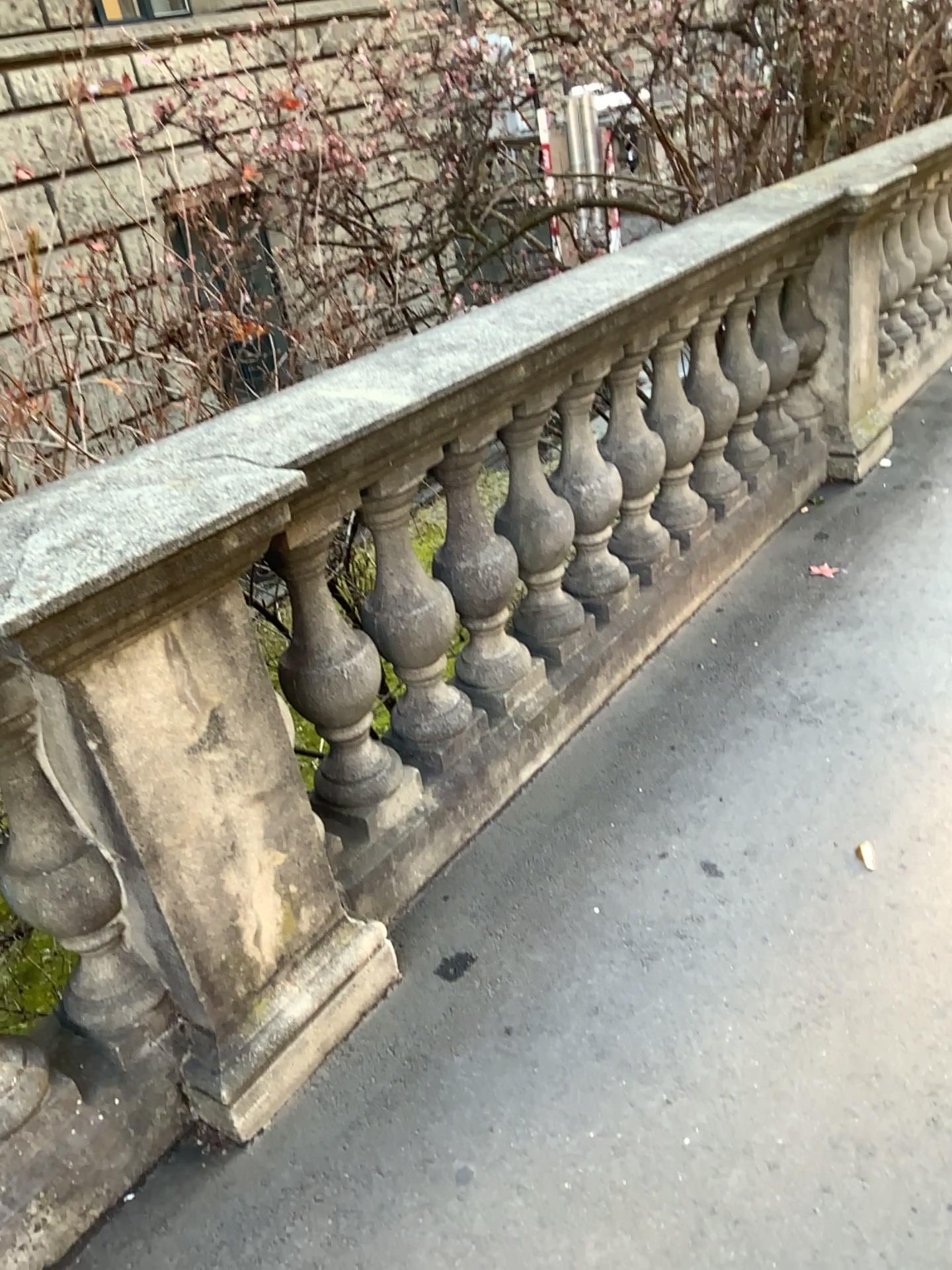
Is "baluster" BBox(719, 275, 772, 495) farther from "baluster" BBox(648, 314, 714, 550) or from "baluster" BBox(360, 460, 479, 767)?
"baluster" BBox(360, 460, 479, 767)

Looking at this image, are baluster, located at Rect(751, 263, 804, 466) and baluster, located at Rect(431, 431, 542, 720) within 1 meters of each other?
no

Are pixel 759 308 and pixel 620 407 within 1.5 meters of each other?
yes

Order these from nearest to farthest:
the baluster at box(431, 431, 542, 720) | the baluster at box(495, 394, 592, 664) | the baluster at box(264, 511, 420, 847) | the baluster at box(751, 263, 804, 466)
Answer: the baluster at box(264, 511, 420, 847), the baluster at box(431, 431, 542, 720), the baluster at box(495, 394, 592, 664), the baluster at box(751, 263, 804, 466)

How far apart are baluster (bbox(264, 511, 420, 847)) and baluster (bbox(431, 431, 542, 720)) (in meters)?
0.29

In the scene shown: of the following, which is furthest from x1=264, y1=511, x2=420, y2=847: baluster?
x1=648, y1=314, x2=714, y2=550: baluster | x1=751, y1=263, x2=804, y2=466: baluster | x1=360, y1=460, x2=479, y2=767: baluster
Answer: x1=751, y1=263, x2=804, y2=466: baluster

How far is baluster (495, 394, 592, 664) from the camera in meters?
2.5 m

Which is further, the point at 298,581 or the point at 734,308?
the point at 734,308

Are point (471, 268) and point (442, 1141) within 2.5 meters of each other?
no

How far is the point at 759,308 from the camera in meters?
3.5
